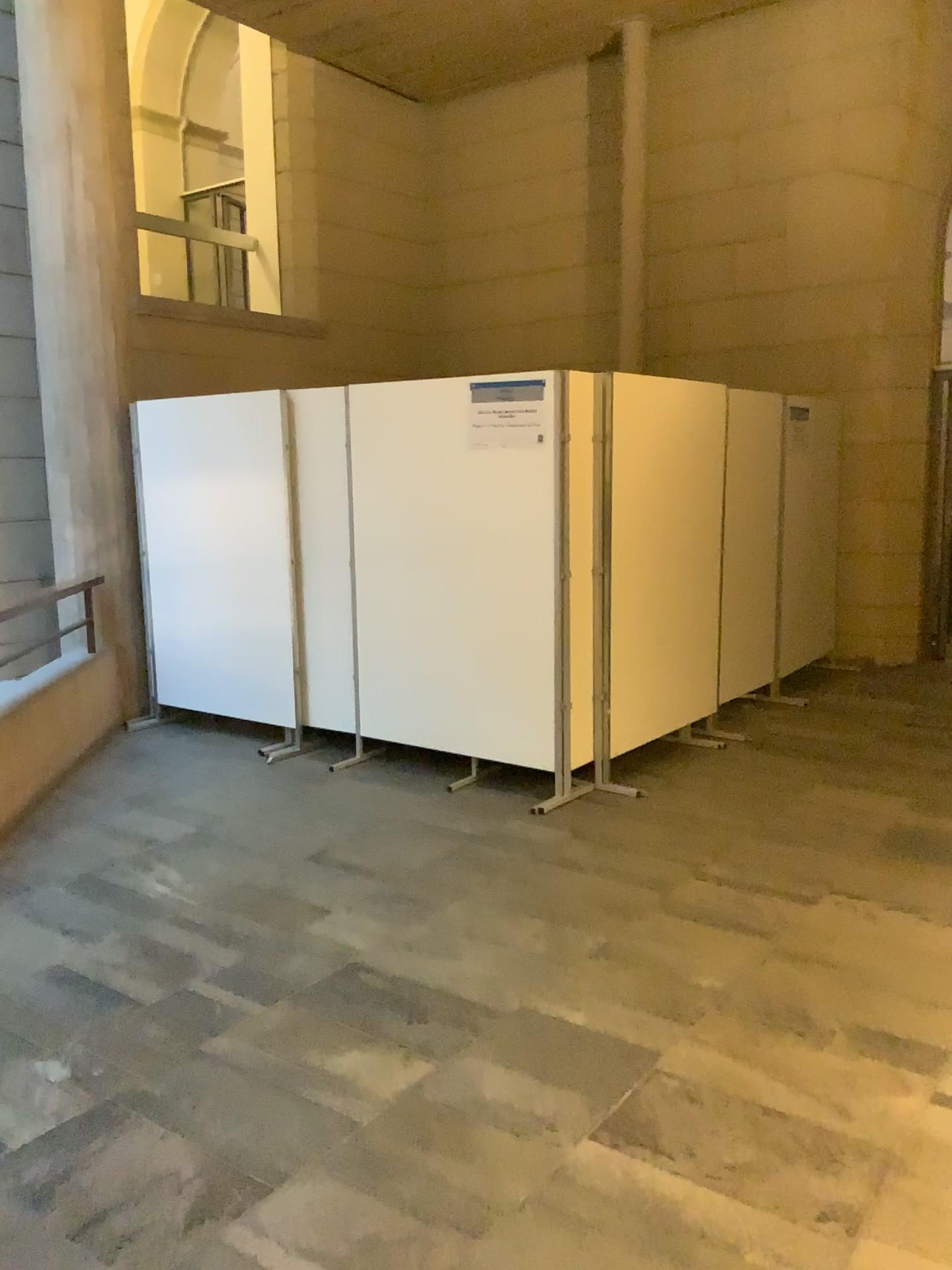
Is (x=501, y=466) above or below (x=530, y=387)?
below

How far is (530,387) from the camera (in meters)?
4.66

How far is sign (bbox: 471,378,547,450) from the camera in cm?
466

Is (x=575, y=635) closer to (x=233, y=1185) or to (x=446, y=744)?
(x=446, y=744)
